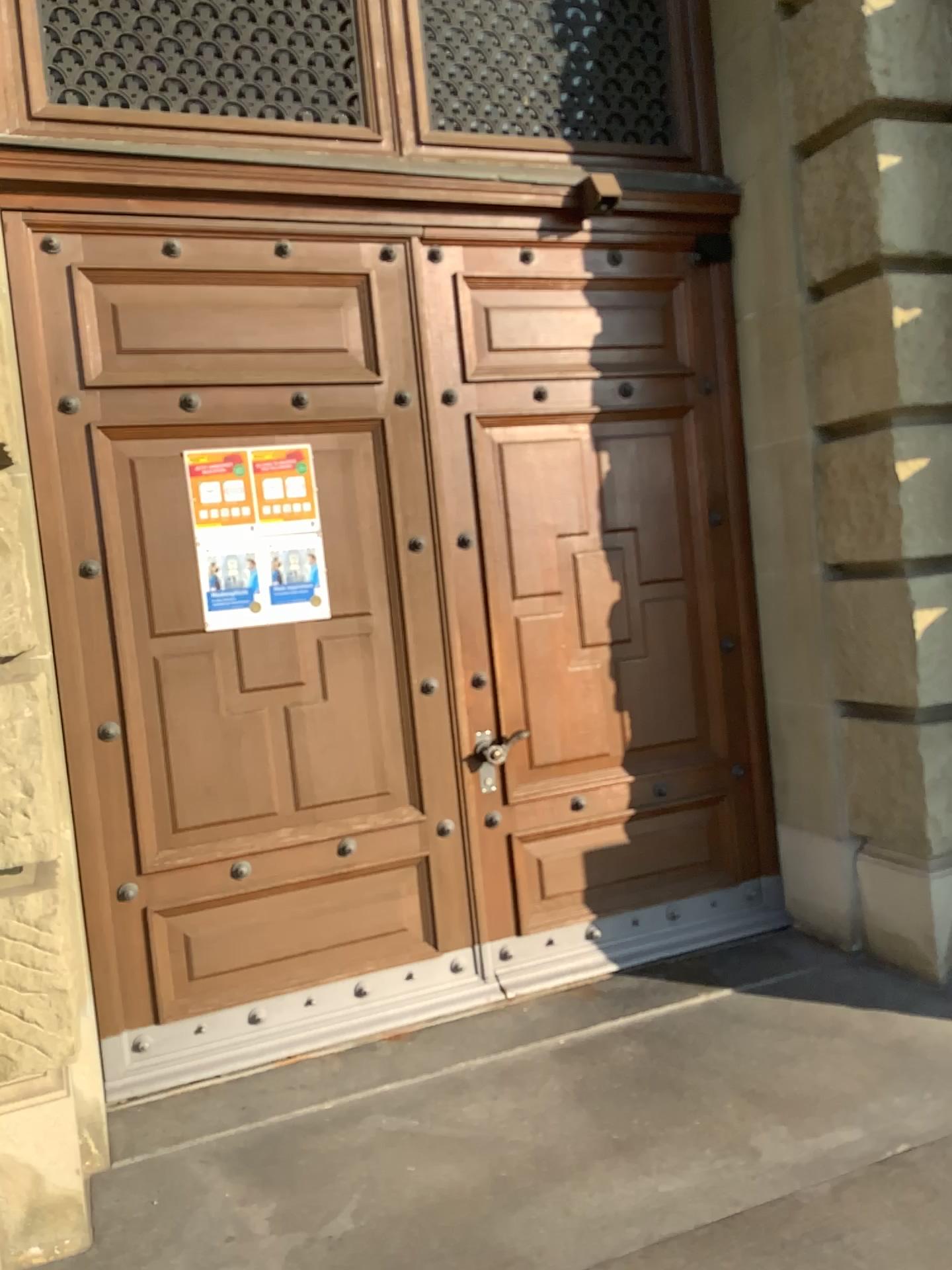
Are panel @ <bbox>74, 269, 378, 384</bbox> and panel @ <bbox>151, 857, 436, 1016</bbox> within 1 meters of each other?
no

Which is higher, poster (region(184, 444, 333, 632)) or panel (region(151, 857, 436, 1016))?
poster (region(184, 444, 333, 632))

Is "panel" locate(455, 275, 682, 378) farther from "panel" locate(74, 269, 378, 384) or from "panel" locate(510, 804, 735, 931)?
"panel" locate(510, 804, 735, 931)

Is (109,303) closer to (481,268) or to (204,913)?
(481,268)

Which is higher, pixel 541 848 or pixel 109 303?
pixel 109 303

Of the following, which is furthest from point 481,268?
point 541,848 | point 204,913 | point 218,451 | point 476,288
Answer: point 204,913

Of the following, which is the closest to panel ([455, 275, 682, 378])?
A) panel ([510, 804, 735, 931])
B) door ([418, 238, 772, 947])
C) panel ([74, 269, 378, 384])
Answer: door ([418, 238, 772, 947])

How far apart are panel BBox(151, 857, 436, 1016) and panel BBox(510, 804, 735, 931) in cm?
37

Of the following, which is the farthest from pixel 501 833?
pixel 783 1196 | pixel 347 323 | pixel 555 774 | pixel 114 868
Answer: pixel 347 323

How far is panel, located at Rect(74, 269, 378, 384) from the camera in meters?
3.4
